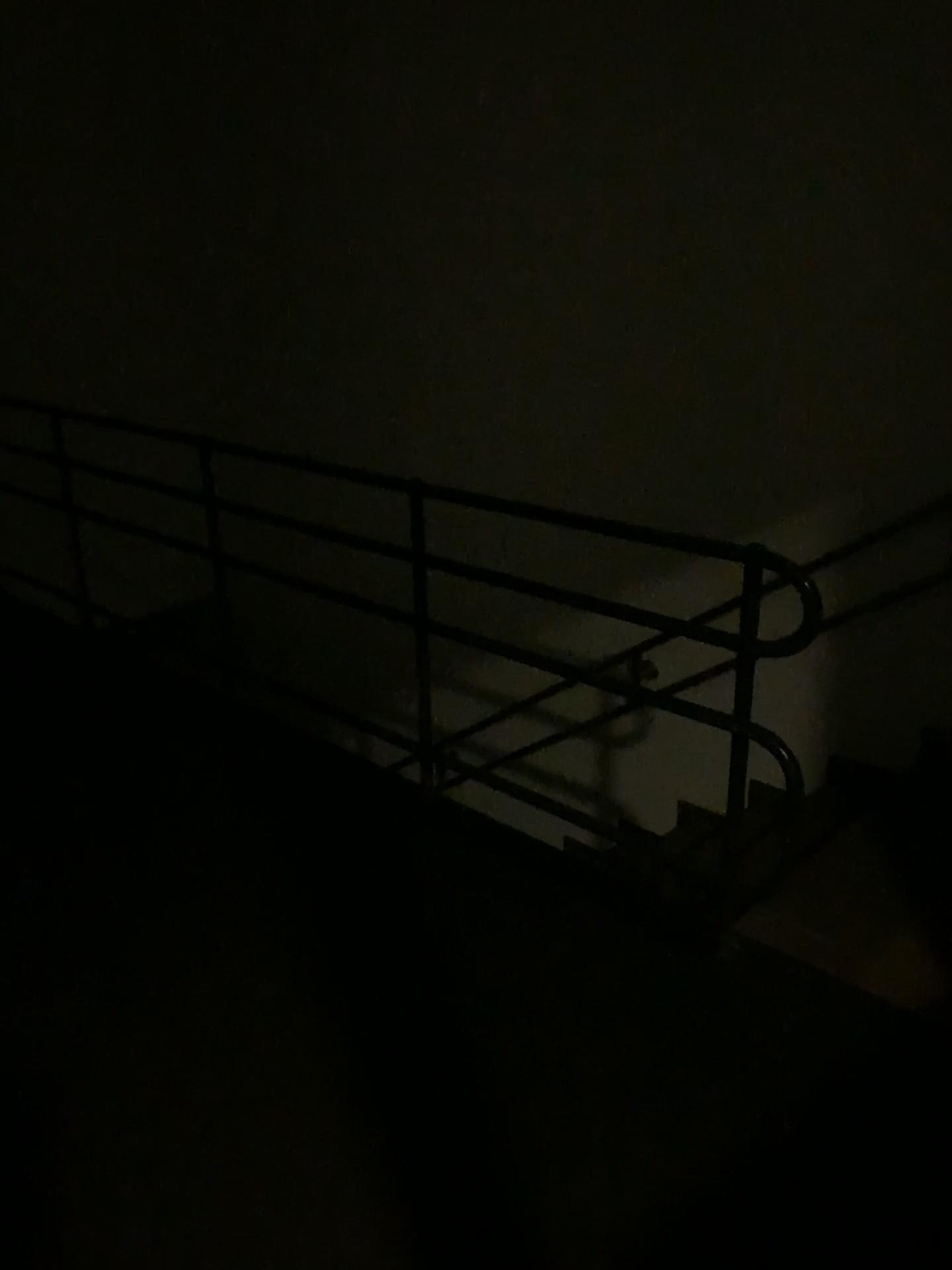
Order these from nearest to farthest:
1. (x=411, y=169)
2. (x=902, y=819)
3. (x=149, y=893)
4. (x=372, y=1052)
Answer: (x=372, y=1052)
(x=149, y=893)
(x=902, y=819)
(x=411, y=169)
